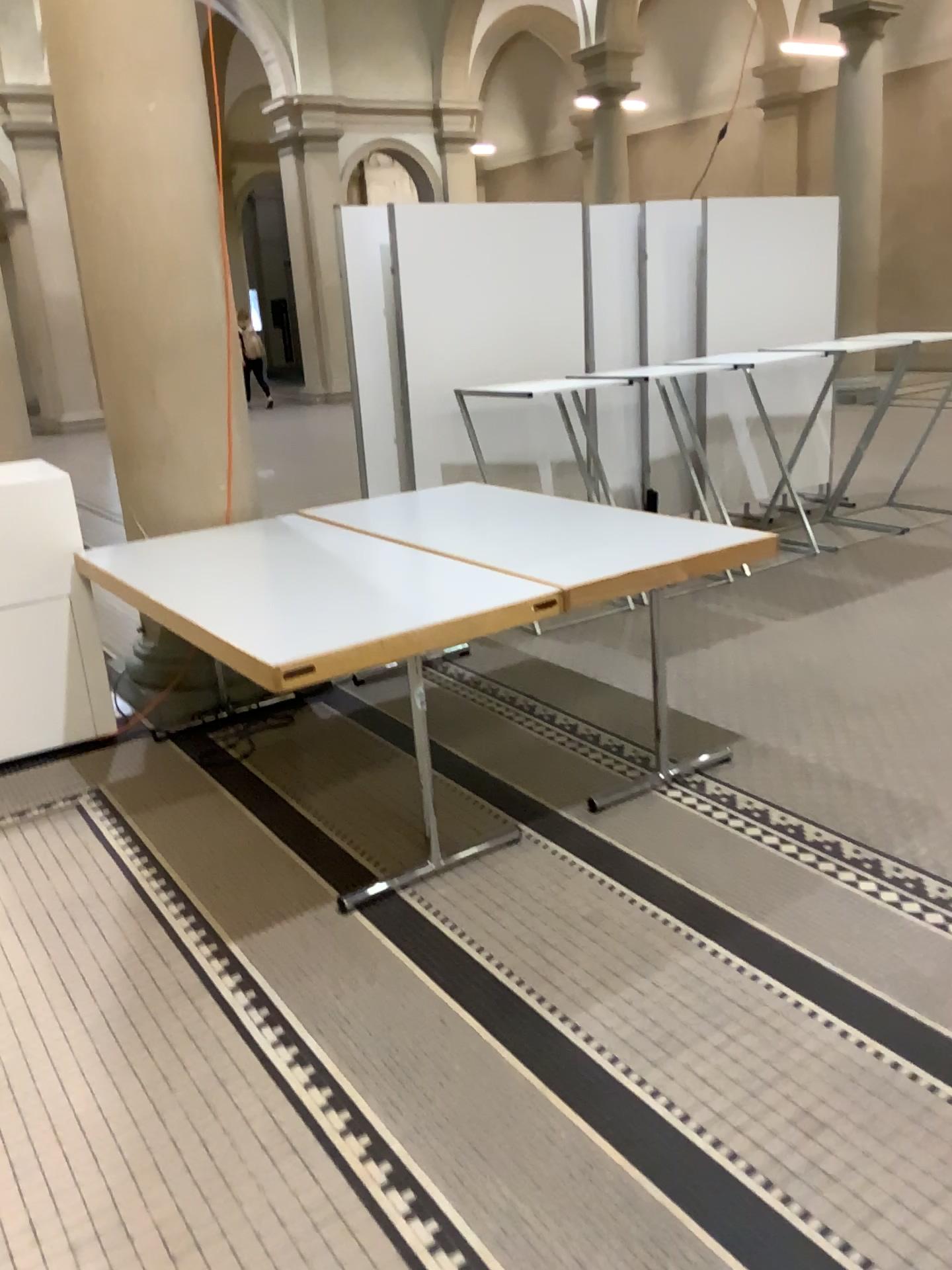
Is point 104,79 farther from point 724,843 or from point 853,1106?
point 853,1106
